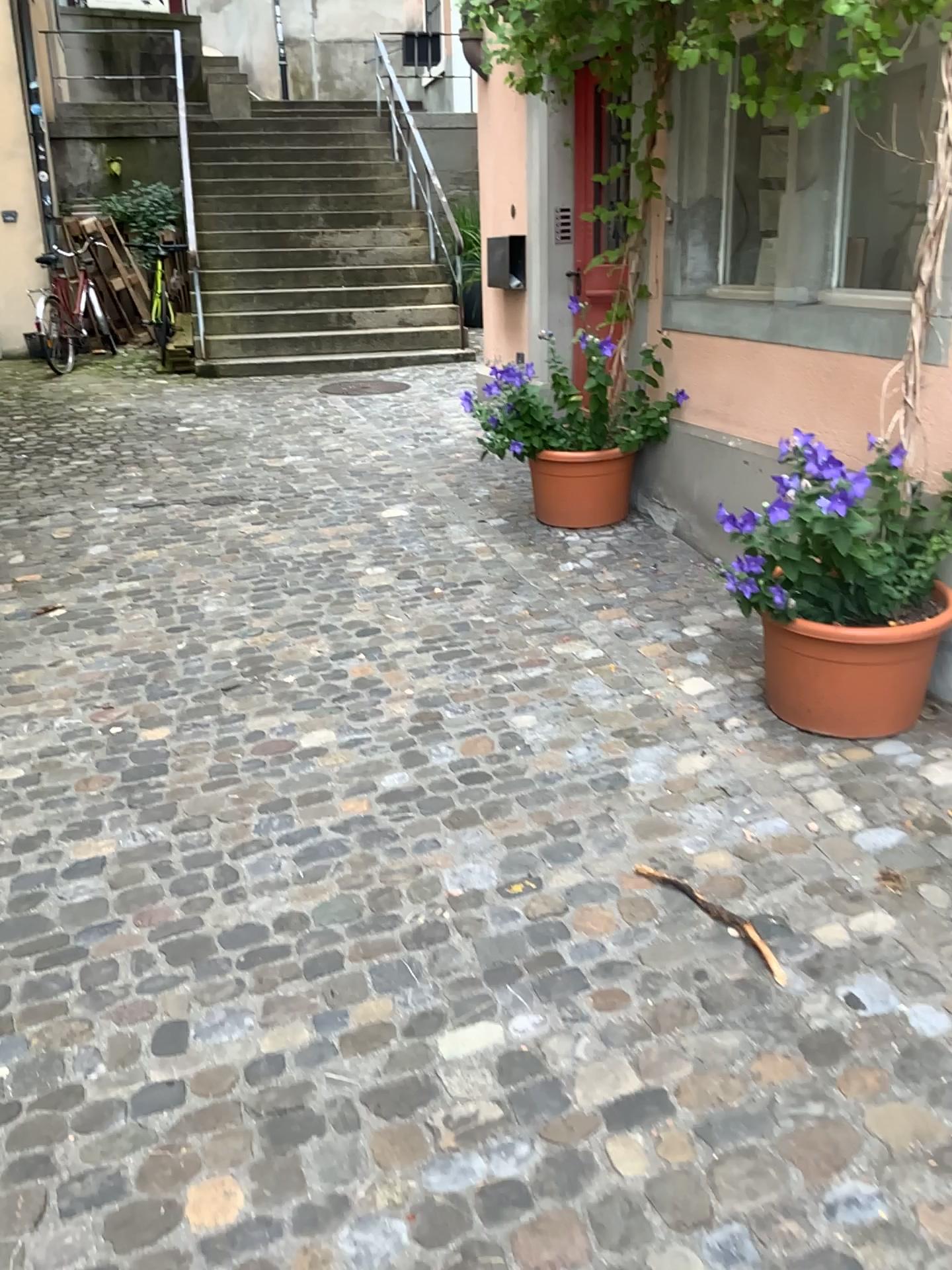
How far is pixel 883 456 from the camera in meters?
2.7

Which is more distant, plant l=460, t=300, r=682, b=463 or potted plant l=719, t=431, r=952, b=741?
plant l=460, t=300, r=682, b=463

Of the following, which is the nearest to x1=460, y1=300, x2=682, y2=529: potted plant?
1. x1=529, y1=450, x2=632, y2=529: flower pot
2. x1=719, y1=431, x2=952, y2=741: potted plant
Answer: x1=529, y1=450, x2=632, y2=529: flower pot

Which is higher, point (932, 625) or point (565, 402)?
point (565, 402)

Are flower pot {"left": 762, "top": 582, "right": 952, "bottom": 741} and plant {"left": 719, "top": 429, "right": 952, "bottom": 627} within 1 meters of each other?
yes

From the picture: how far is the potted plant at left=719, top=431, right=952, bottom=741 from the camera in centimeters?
273cm

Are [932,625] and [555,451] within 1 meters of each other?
no

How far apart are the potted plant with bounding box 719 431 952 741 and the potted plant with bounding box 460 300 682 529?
1.6m

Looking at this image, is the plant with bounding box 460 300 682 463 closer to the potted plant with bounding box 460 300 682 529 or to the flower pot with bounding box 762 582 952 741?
the potted plant with bounding box 460 300 682 529

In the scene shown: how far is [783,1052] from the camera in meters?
2.0 m
